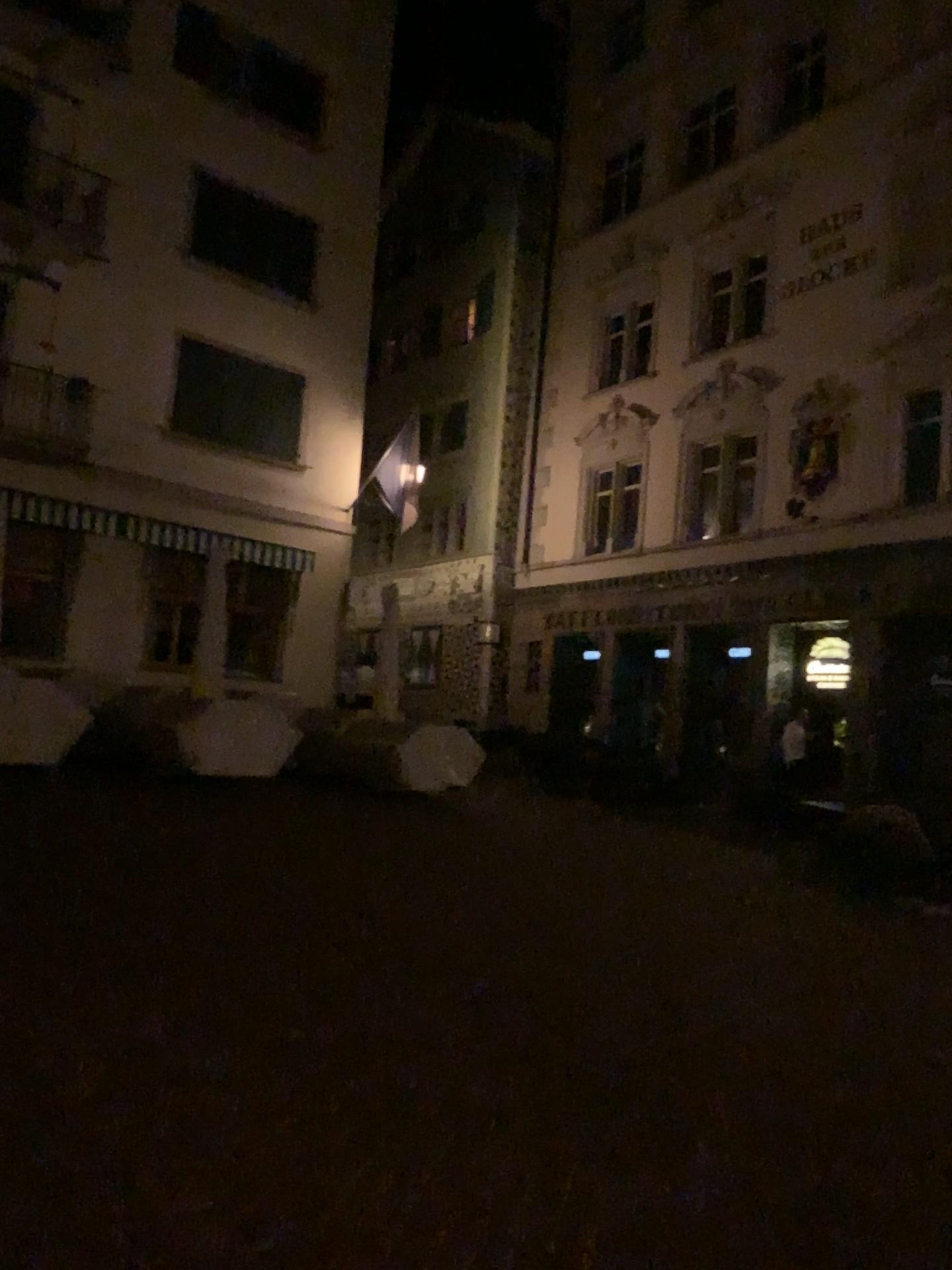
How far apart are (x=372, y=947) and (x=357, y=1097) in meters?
1.8
